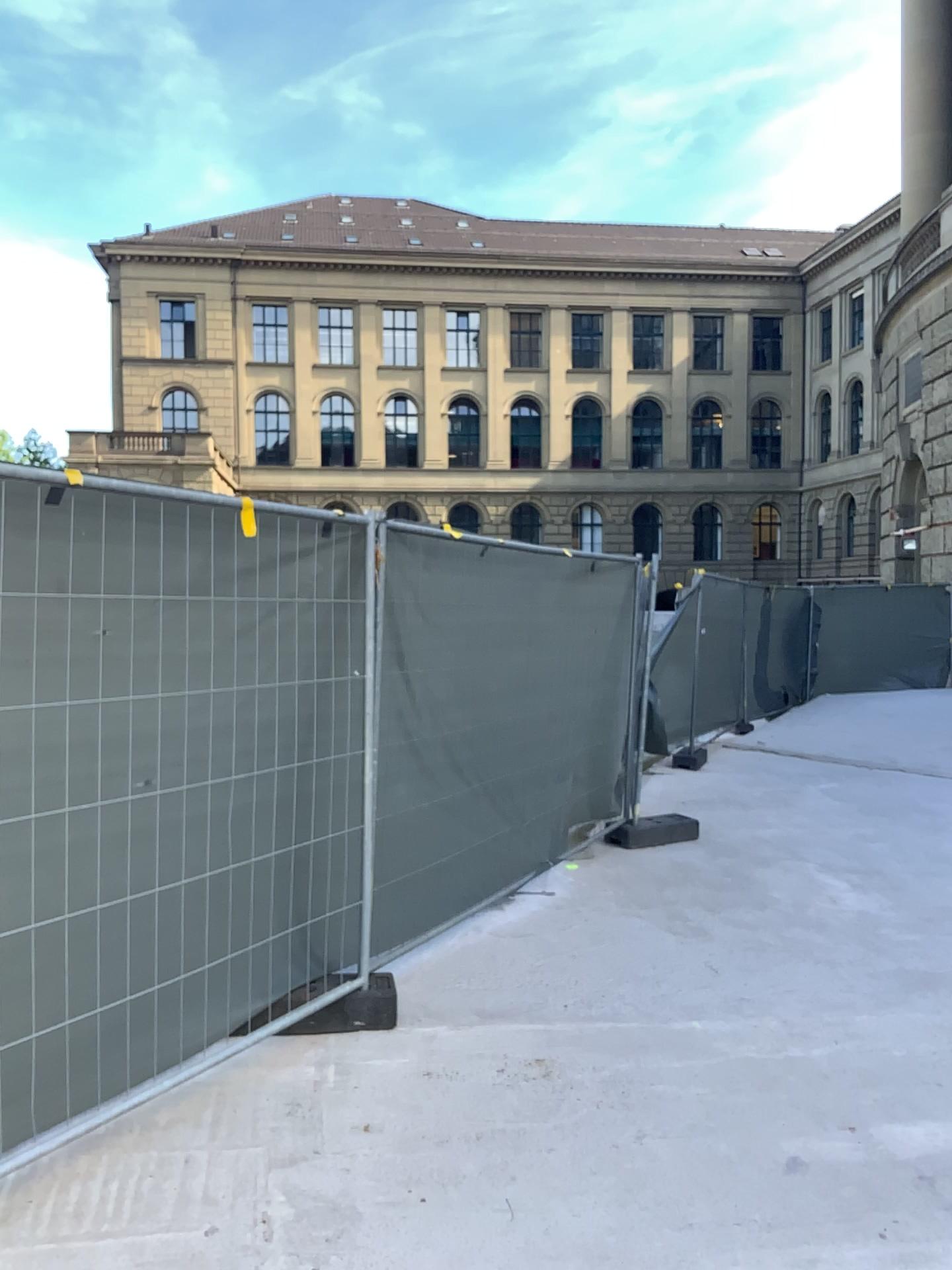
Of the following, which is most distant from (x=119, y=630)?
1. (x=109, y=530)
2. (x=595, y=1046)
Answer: (x=595, y=1046)
